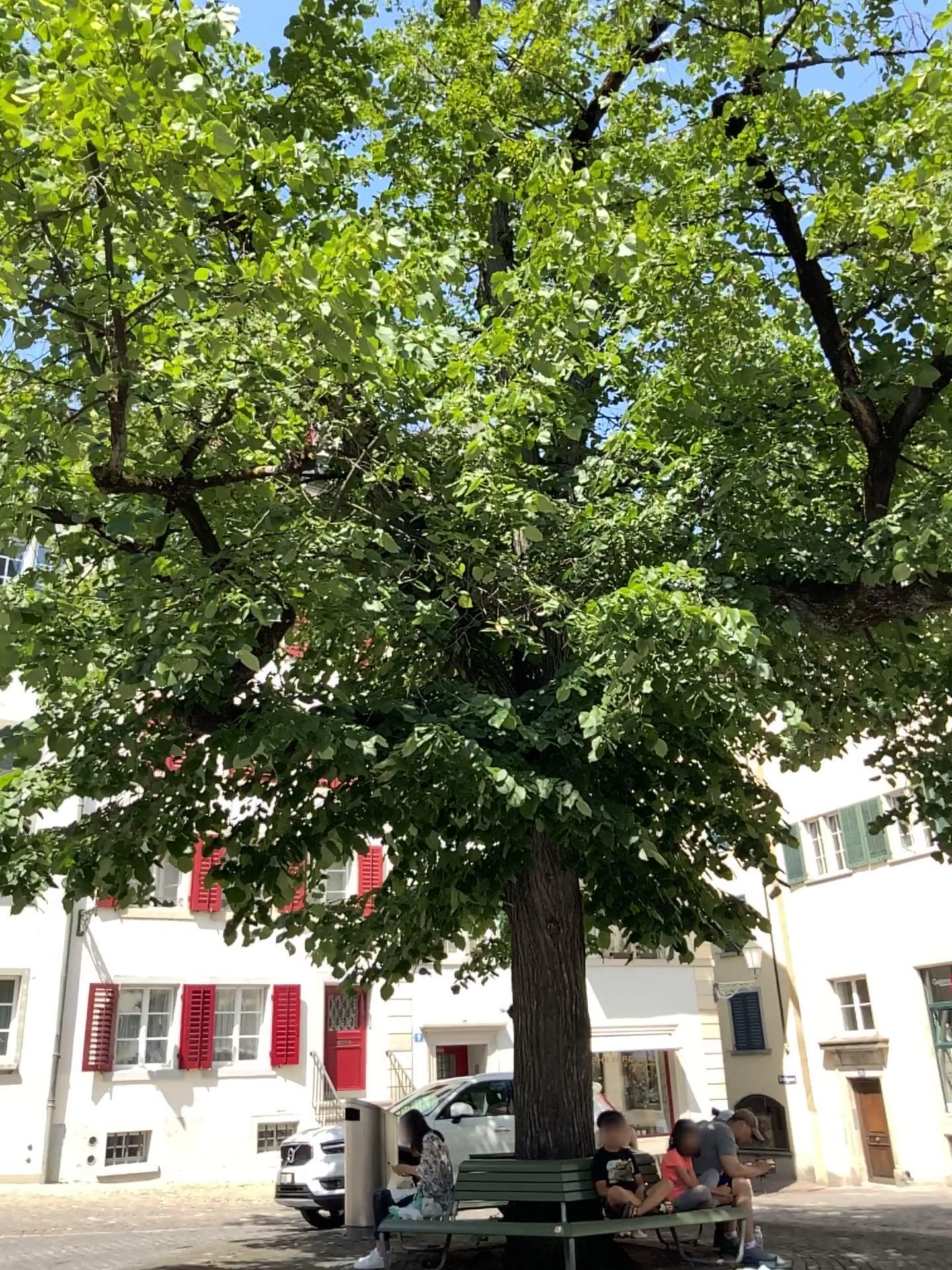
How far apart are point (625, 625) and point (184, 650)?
2.2 meters
